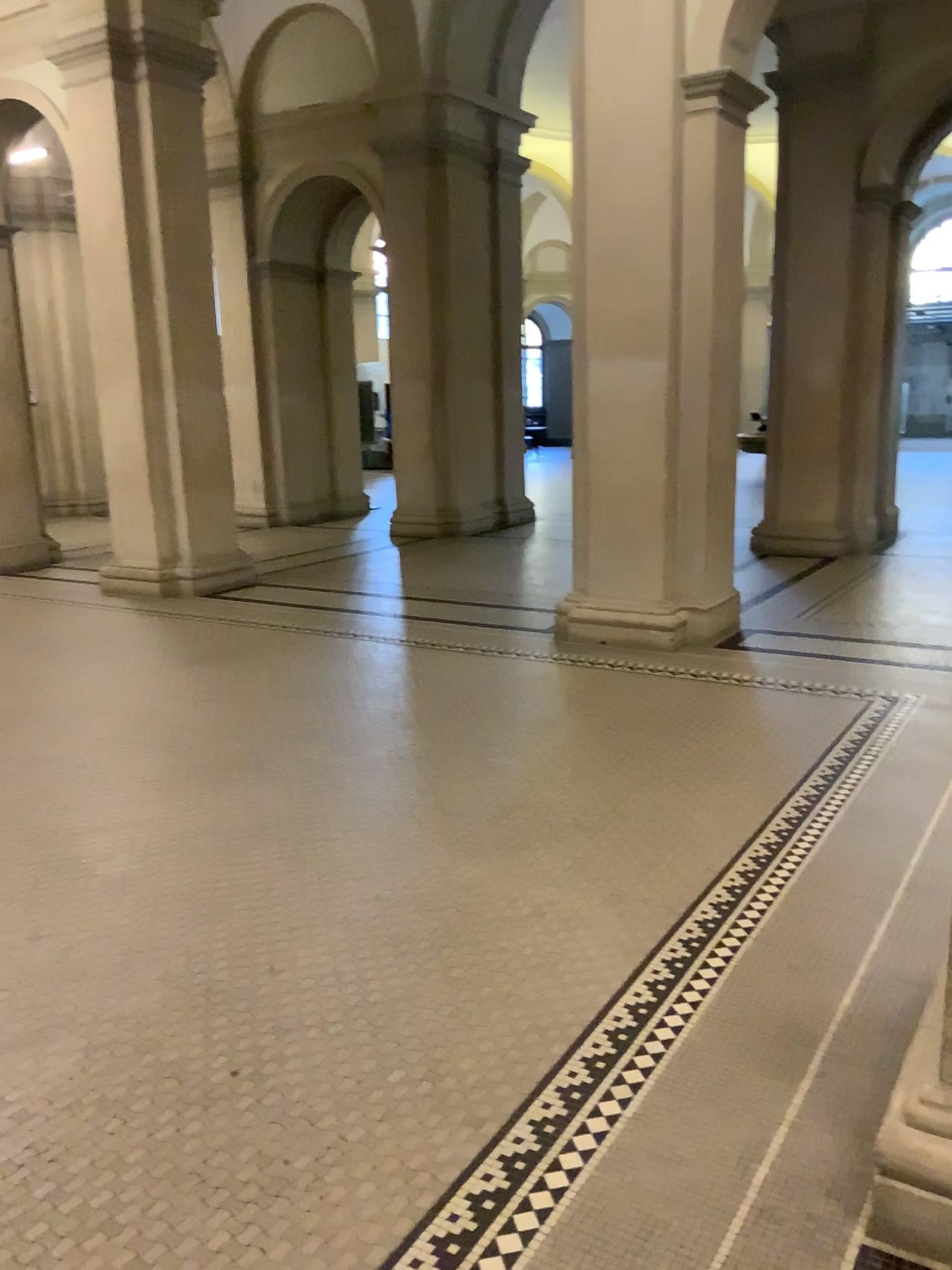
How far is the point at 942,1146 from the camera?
1.8m

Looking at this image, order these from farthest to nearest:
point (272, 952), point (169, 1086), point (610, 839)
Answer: point (610, 839)
point (272, 952)
point (169, 1086)

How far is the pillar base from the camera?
1.8 meters
